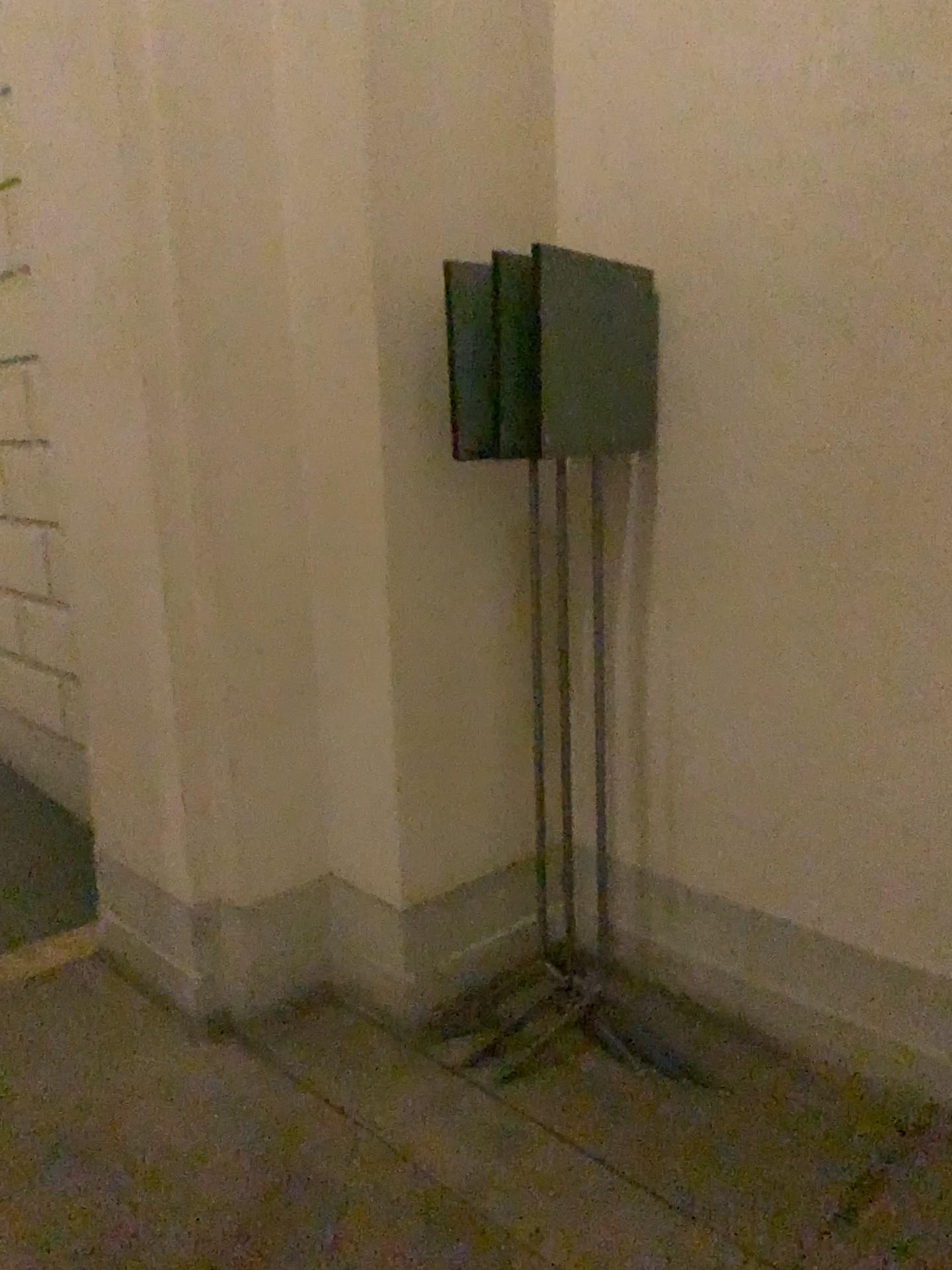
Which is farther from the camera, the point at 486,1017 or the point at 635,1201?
the point at 486,1017
